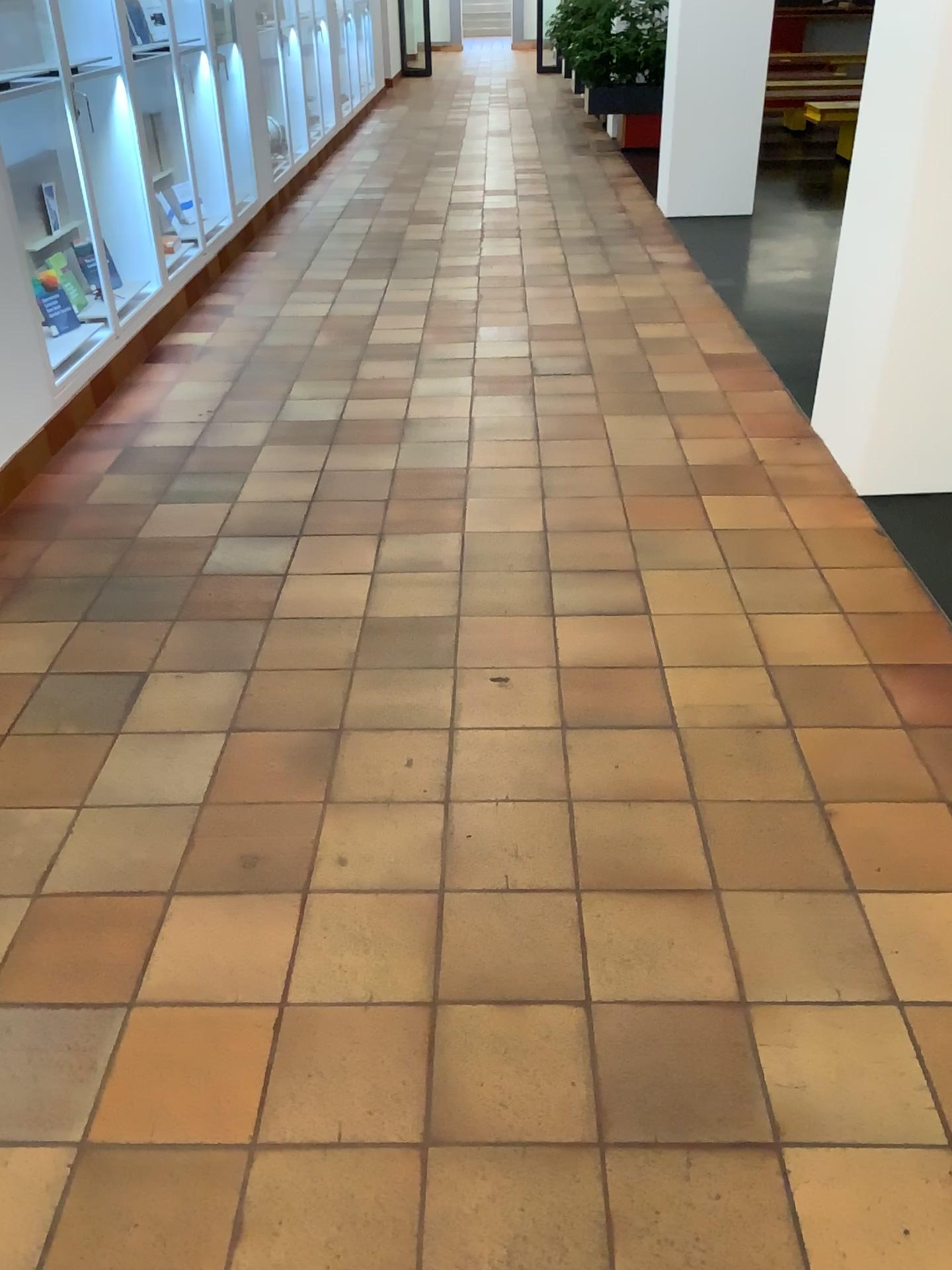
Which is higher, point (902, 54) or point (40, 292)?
point (902, 54)

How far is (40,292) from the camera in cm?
365

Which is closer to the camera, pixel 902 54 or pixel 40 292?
pixel 902 54

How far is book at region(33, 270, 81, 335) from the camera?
3.6m

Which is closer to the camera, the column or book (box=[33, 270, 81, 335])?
the column

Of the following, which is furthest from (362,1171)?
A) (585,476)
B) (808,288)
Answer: (808,288)
